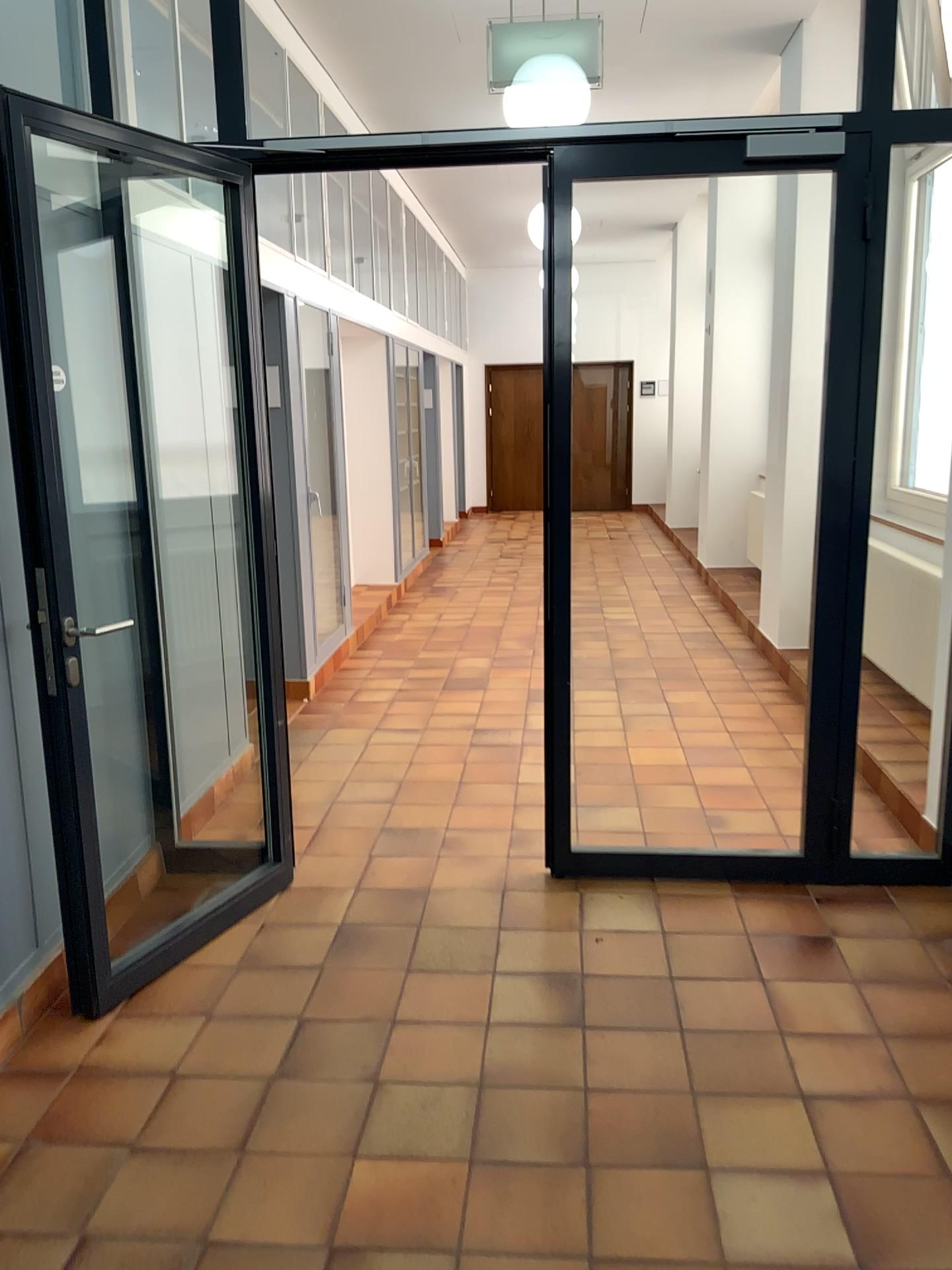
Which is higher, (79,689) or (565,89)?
(565,89)

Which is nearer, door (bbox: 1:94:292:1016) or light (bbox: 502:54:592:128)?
door (bbox: 1:94:292:1016)

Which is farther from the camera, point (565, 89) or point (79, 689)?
point (565, 89)

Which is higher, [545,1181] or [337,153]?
[337,153]
